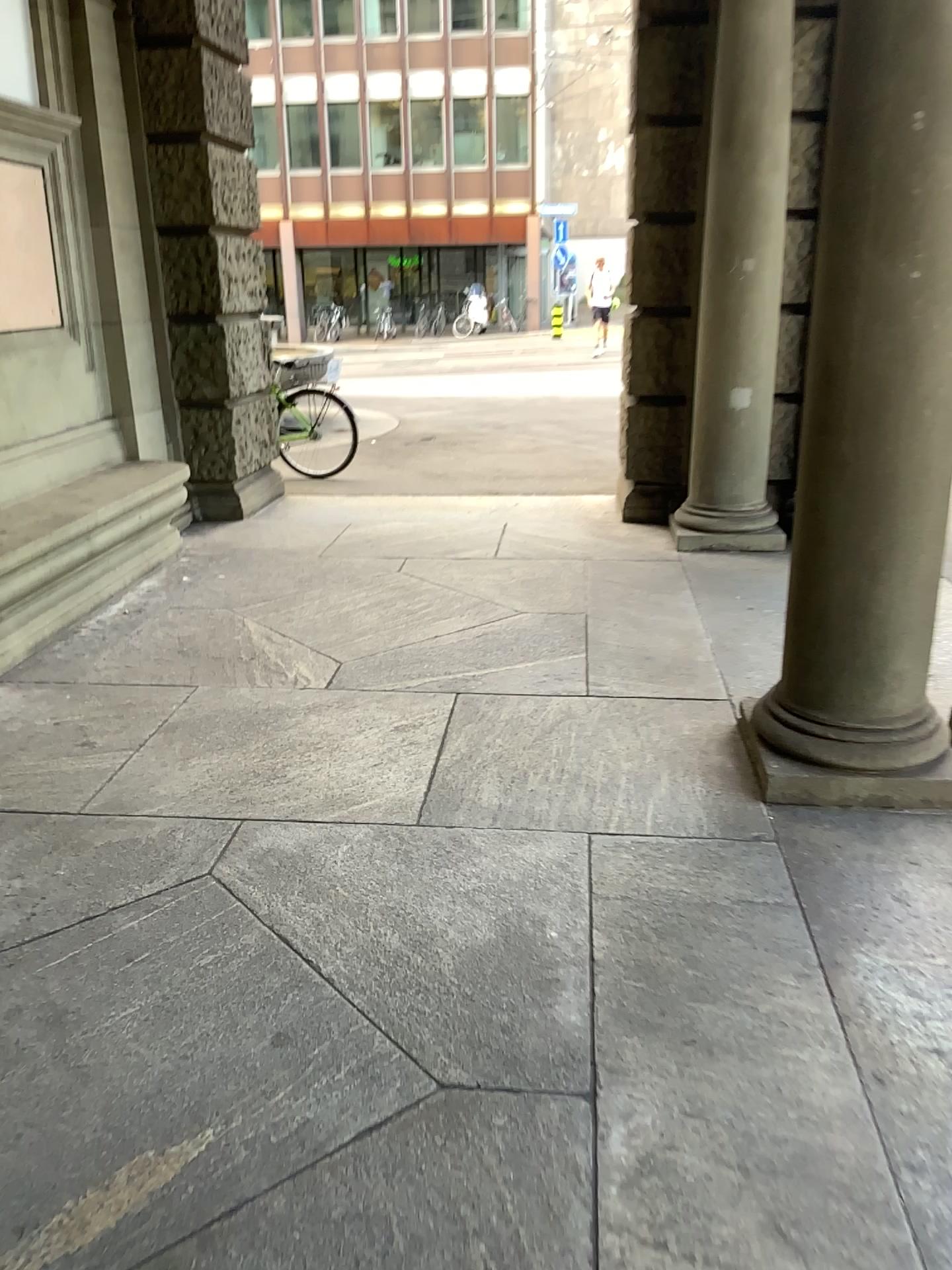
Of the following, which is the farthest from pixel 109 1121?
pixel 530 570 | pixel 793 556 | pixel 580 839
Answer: pixel 530 570
